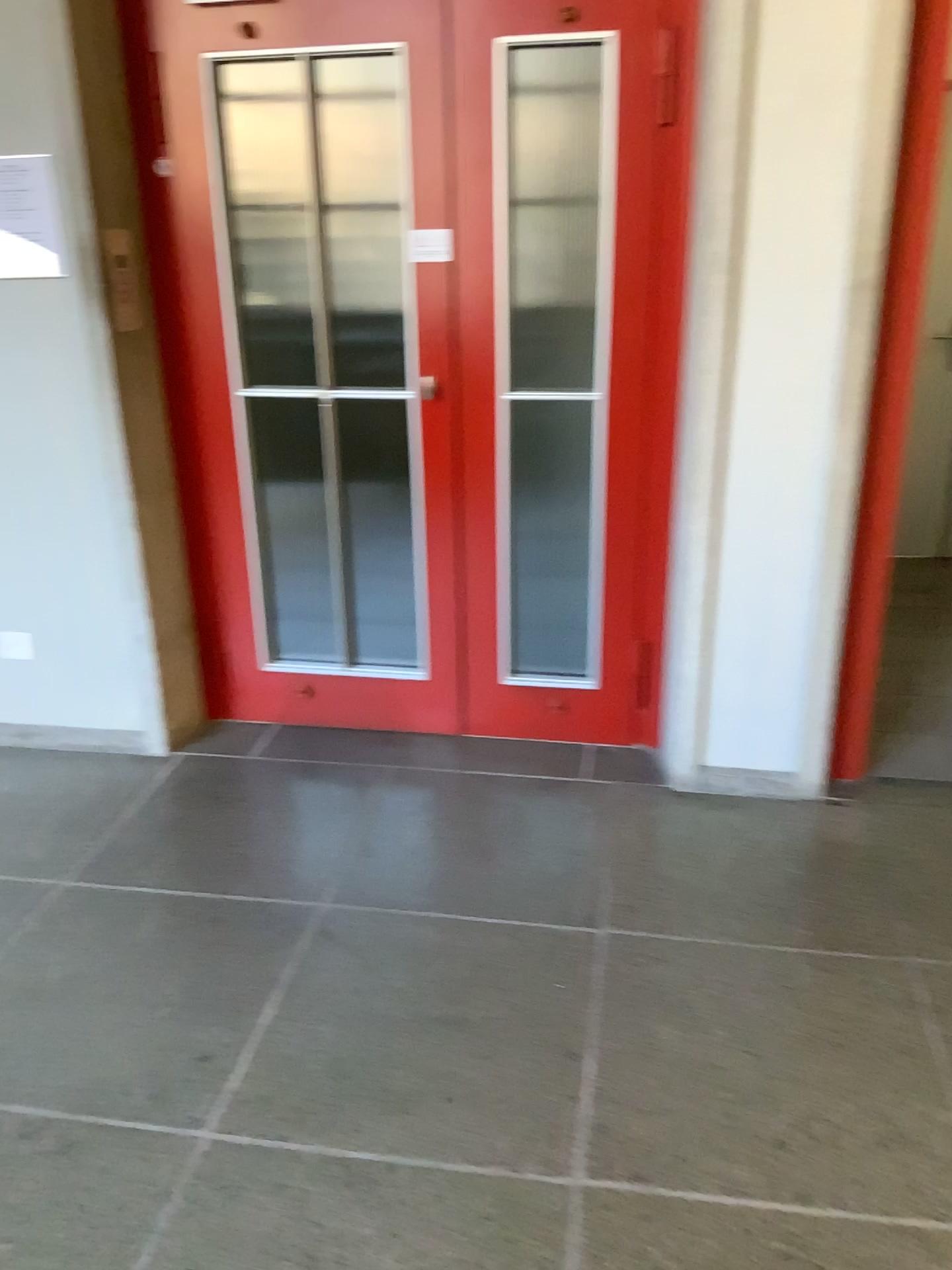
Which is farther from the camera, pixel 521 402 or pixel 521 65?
pixel 521 402

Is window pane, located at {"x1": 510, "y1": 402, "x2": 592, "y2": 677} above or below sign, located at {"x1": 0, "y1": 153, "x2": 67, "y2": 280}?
below

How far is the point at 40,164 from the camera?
2.72m

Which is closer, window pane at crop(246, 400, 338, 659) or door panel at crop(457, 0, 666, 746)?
door panel at crop(457, 0, 666, 746)

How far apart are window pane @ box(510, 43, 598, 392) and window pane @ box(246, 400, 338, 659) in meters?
0.6

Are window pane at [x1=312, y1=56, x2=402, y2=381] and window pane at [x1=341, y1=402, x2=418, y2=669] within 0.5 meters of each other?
yes

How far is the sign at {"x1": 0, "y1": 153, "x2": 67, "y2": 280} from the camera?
2.72m

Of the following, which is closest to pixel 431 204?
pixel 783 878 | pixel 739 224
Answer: pixel 739 224

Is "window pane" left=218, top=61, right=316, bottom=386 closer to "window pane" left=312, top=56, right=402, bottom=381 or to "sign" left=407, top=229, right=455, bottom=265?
"window pane" left=312, top=56, right=402, bottom=381

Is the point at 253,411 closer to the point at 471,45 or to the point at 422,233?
the point at 422,233
